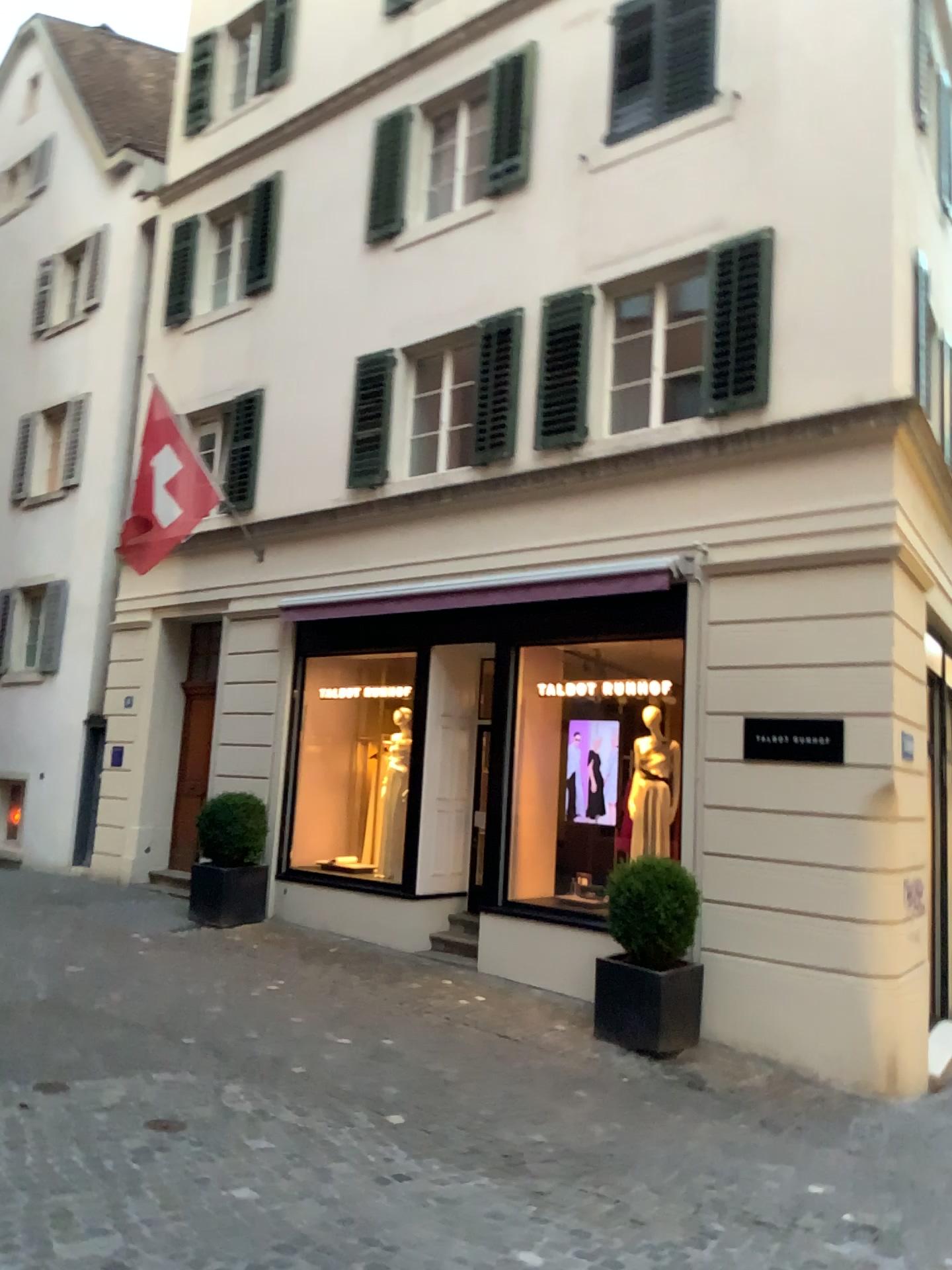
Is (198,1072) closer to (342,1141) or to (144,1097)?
(144,1097)
